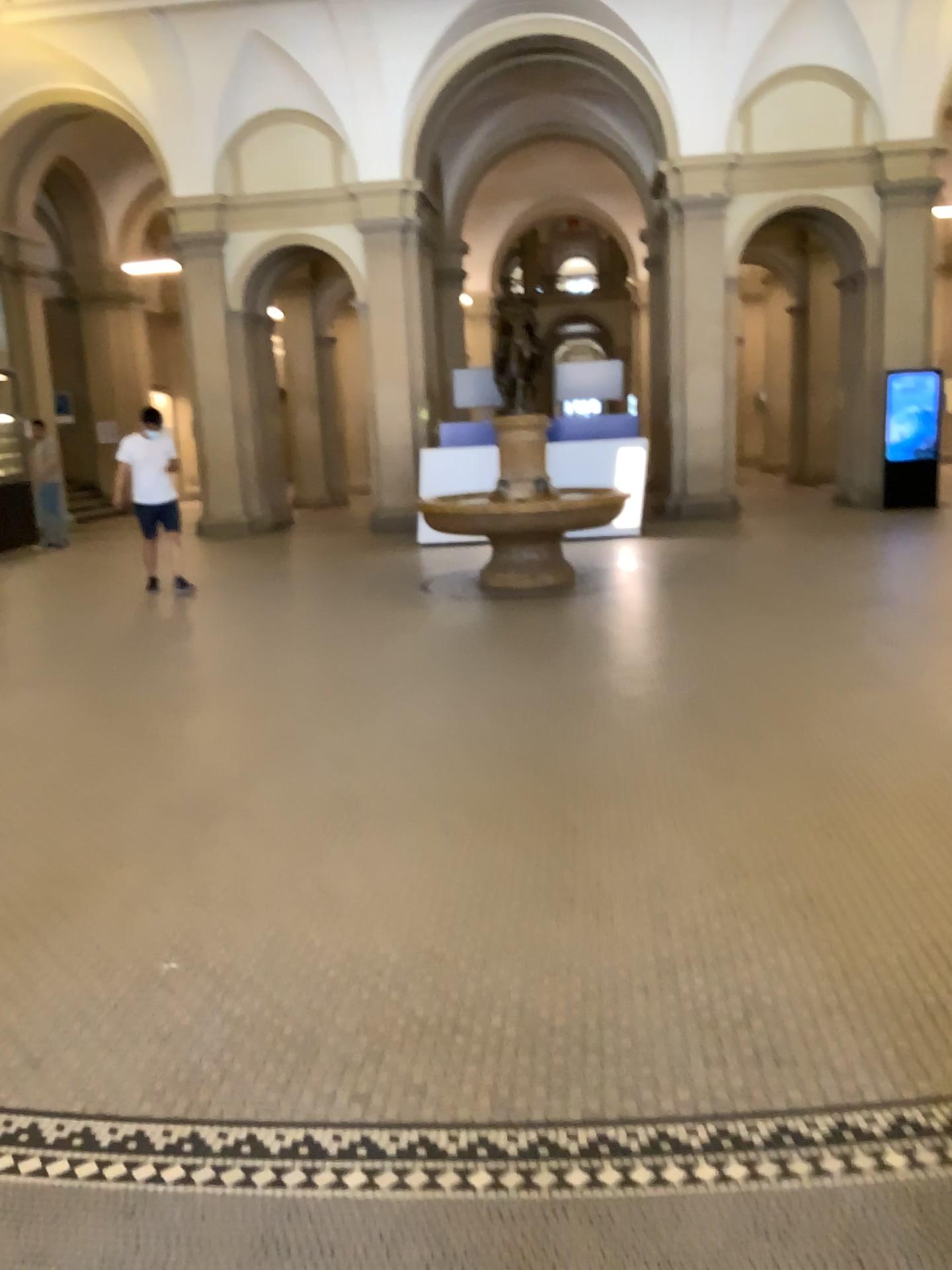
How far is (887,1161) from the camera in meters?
2.1 m

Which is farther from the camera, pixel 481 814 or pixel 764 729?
pixel 764 729

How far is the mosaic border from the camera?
2.08m
